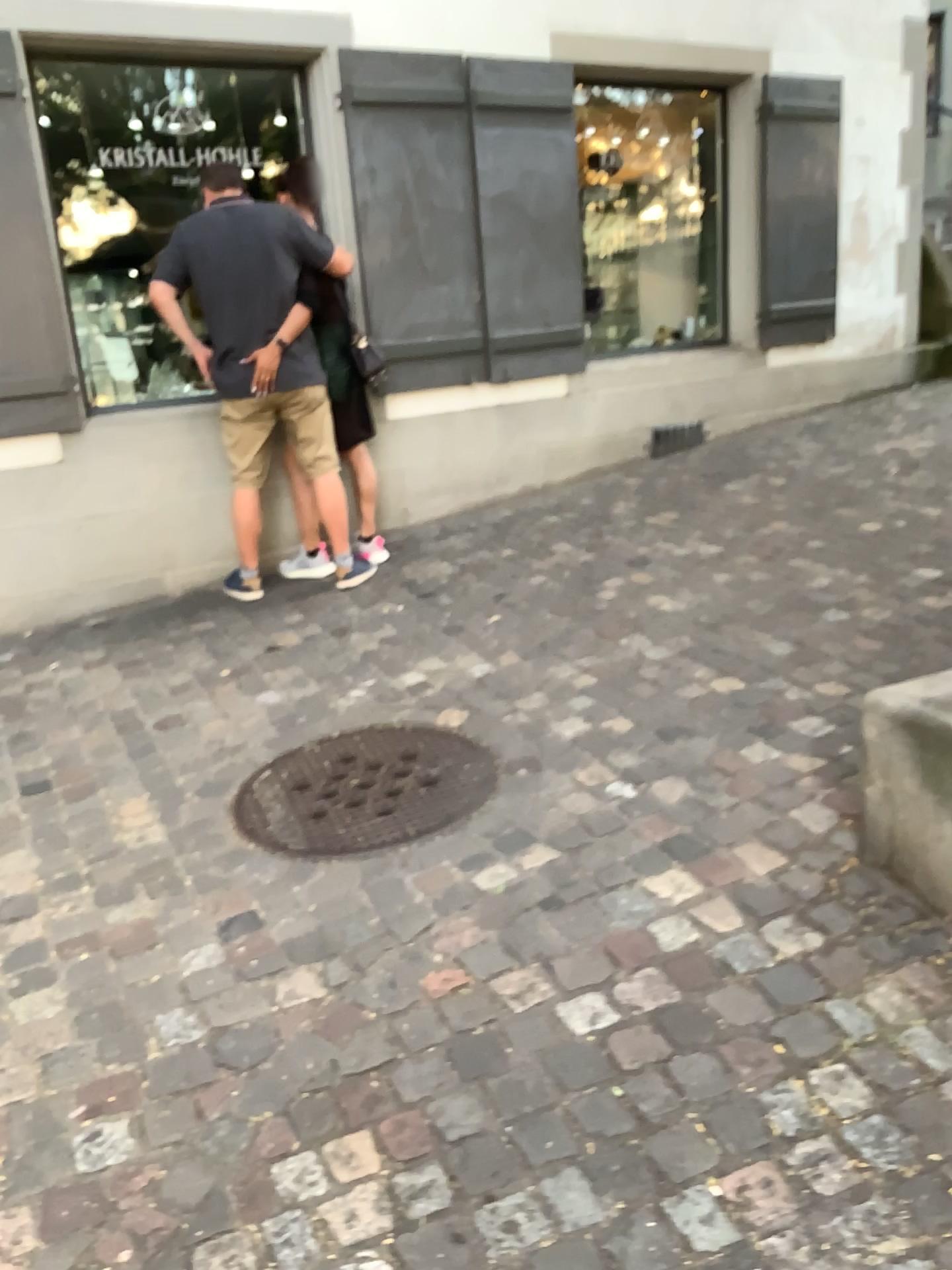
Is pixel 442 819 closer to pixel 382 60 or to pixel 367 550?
pixel 367 550

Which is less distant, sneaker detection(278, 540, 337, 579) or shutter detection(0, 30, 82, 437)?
shutter detection(0, 30, 82, 437)

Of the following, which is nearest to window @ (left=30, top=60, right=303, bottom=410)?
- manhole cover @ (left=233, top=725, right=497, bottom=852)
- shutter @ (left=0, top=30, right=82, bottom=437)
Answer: shutter @ (left=0, top=30, right=82, bottom=437)

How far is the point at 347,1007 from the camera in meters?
2.0

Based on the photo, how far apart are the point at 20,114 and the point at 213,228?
0.8m

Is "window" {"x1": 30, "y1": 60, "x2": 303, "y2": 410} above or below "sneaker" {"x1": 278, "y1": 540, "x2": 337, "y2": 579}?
above

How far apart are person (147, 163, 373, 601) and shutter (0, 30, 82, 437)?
0.41m

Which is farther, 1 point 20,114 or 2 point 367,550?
2 point 367,550

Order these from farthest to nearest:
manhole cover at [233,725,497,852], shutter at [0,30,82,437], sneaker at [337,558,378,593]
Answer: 1. sneaker at [337,558,378,593]
2. shutter at [0,30,82,437]
3. manhole cover at [233,725,497,852]

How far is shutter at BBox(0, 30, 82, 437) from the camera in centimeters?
396cm
